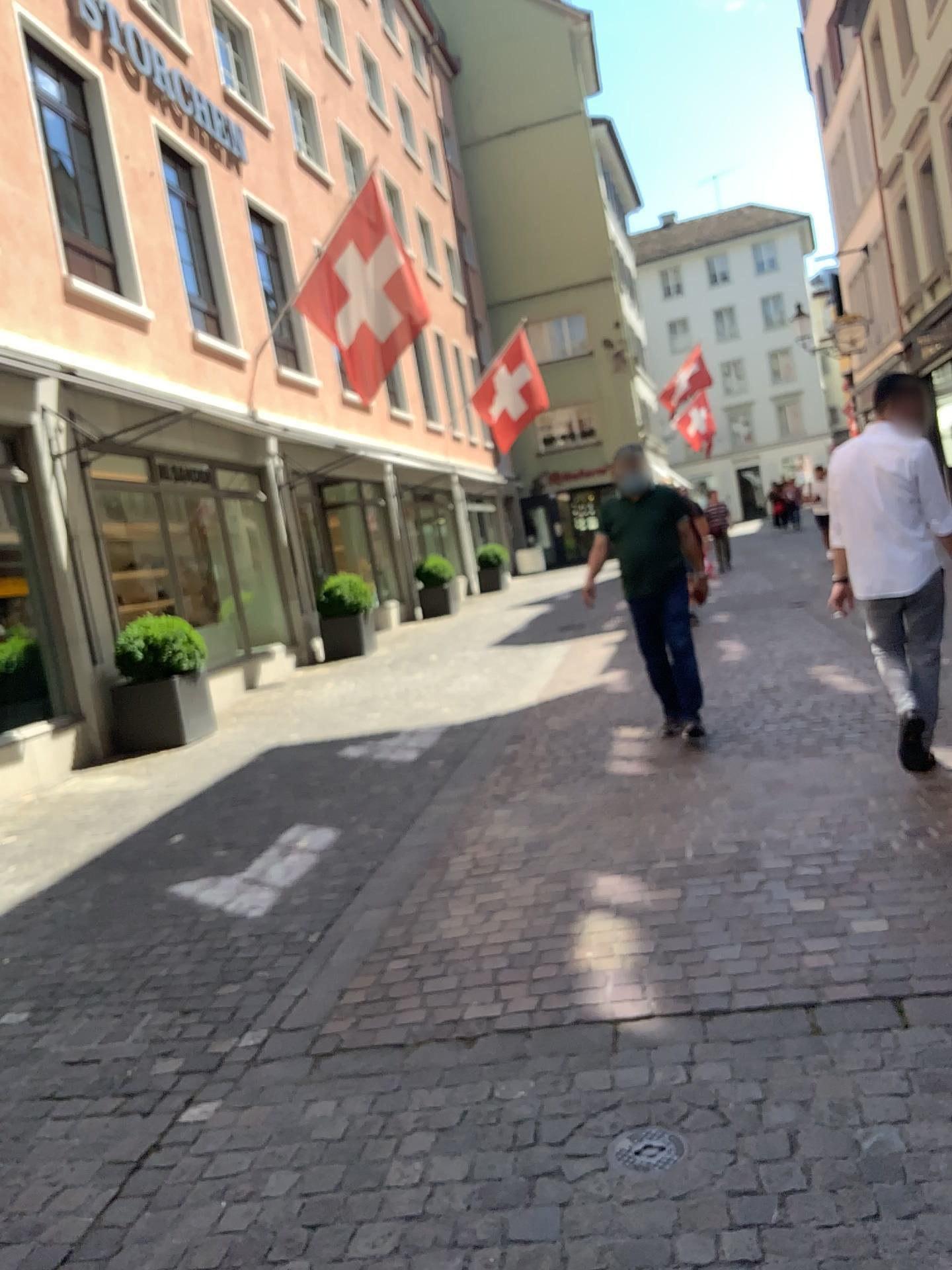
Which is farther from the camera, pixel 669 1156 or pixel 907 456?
pixel 907 456

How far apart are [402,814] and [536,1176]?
3.3 meters

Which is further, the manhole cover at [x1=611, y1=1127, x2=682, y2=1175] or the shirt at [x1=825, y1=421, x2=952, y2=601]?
the shirt at [x1=825, y1=421, x2=952, y2=601]

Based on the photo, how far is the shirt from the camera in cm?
437

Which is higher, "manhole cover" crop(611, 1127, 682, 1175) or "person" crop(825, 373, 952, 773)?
"person" crop(825, 373, 952, 773)

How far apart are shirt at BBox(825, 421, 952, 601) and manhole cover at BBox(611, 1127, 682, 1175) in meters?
2.8

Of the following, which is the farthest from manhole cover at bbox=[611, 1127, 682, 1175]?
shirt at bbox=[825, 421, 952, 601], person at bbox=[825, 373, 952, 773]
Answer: shirt at bbox=[825, 421, 952, 601]

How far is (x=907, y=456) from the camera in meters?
4.4 m

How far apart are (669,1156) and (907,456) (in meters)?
3.14

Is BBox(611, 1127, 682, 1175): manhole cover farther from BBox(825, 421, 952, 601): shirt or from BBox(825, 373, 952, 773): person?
BBox(825, 421, 952, 601): shirt
